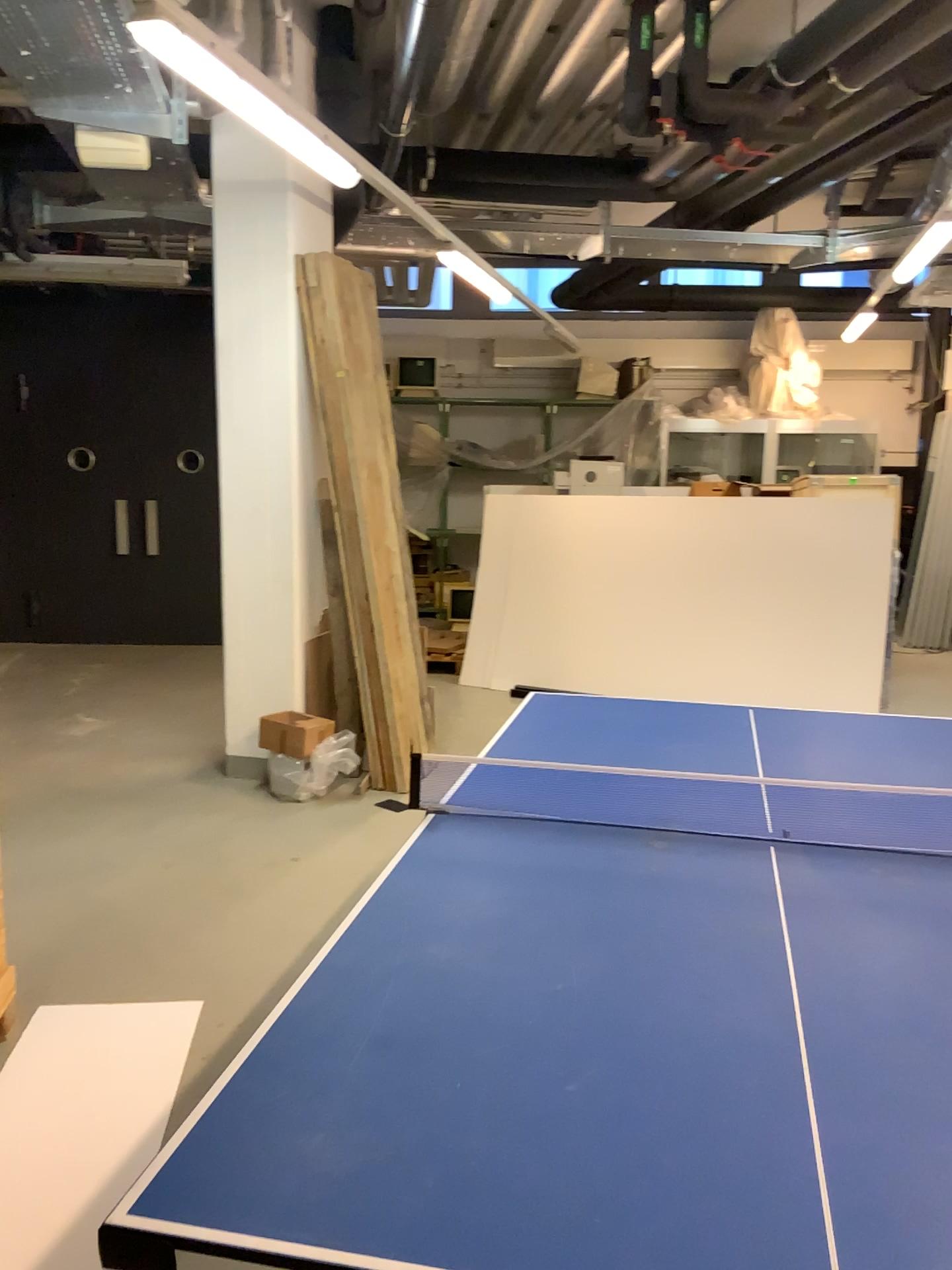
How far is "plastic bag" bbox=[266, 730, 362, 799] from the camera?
4.87m

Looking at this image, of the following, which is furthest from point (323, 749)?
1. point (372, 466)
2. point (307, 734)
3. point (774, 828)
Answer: point (774, 828)

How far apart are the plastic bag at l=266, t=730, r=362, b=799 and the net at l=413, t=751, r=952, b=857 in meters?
2.3 m

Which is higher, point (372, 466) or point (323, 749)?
A: point (372, 466)

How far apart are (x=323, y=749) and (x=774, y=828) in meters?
3.0

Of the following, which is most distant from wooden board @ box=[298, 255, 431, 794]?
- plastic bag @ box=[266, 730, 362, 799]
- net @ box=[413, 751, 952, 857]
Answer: net @ box=[413, 751, 952, 857]

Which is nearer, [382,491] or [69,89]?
[69,89]

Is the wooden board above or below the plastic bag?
above

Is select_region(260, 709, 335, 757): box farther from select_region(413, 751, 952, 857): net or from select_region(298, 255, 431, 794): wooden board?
select_region(413, 751, 952, 857): net

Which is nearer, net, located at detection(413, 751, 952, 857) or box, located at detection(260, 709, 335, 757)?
net, located at detection(413, 751, 952, 857)
